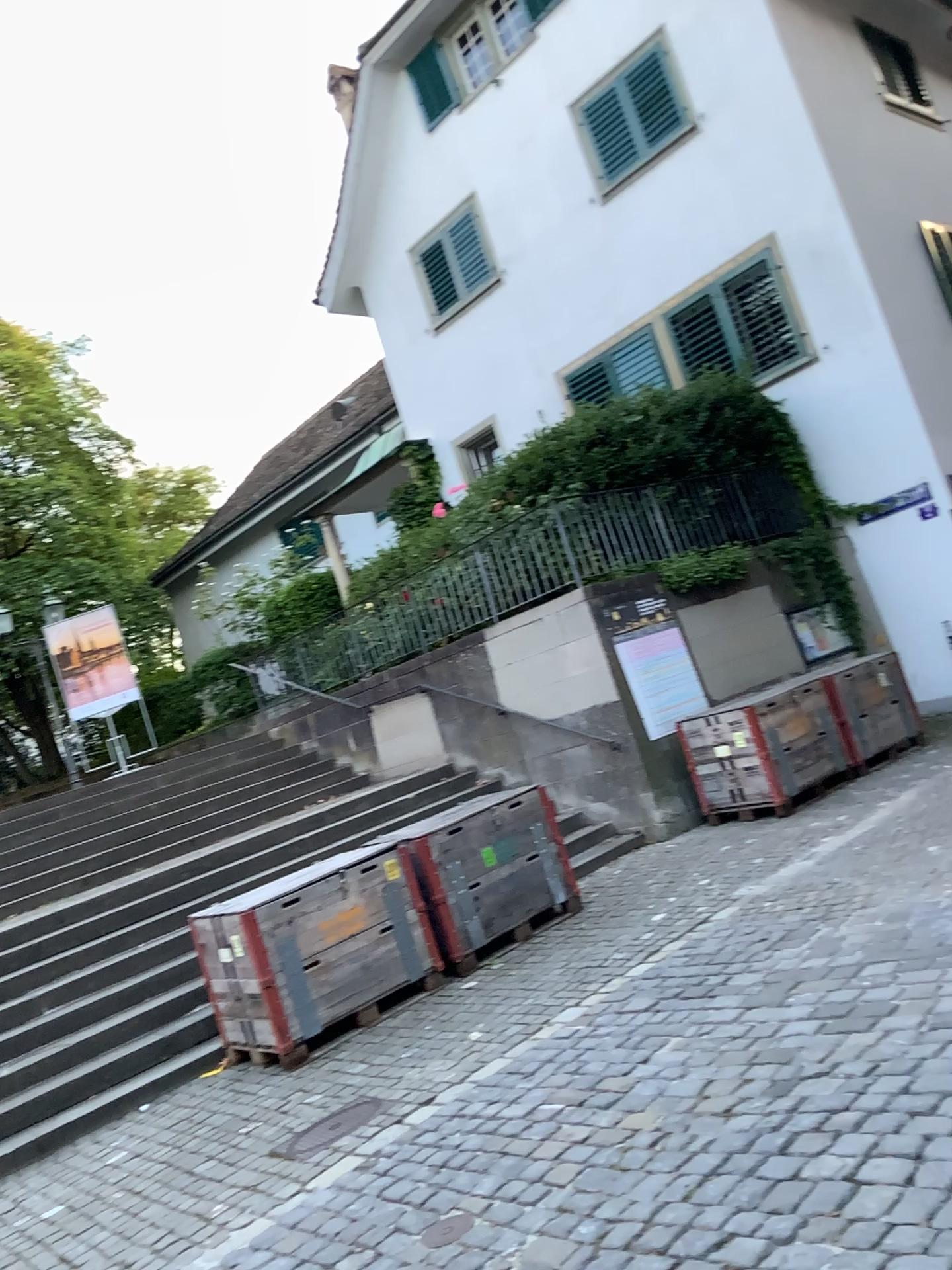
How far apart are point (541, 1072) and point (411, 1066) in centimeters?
88cm

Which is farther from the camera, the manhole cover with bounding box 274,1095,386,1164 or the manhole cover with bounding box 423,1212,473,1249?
the manhole cover with bounding box 274,1095,386,1164

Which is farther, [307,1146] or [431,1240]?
[307,1146]
